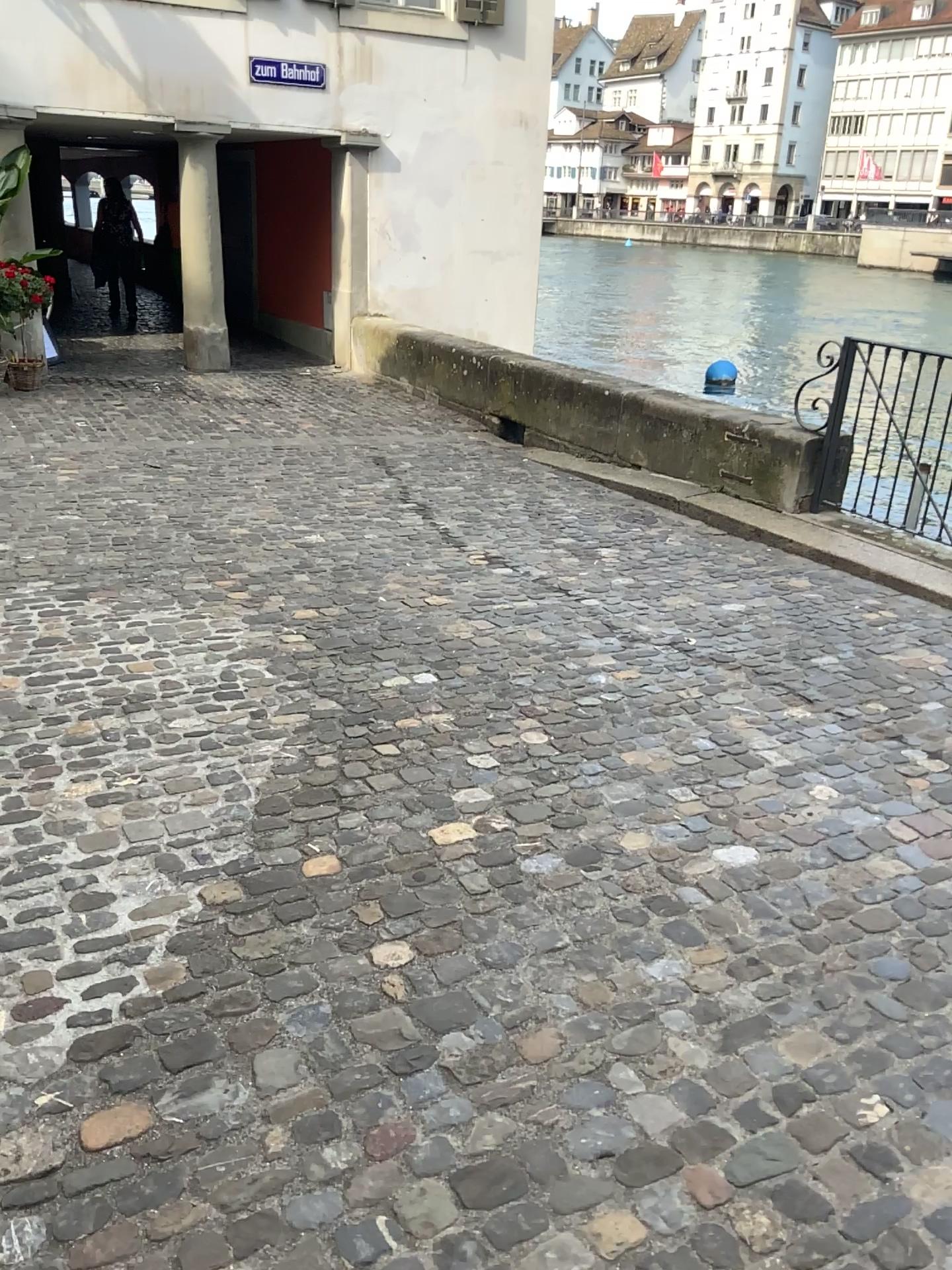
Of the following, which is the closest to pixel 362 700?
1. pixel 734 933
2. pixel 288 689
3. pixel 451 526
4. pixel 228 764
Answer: pixel 288 689
